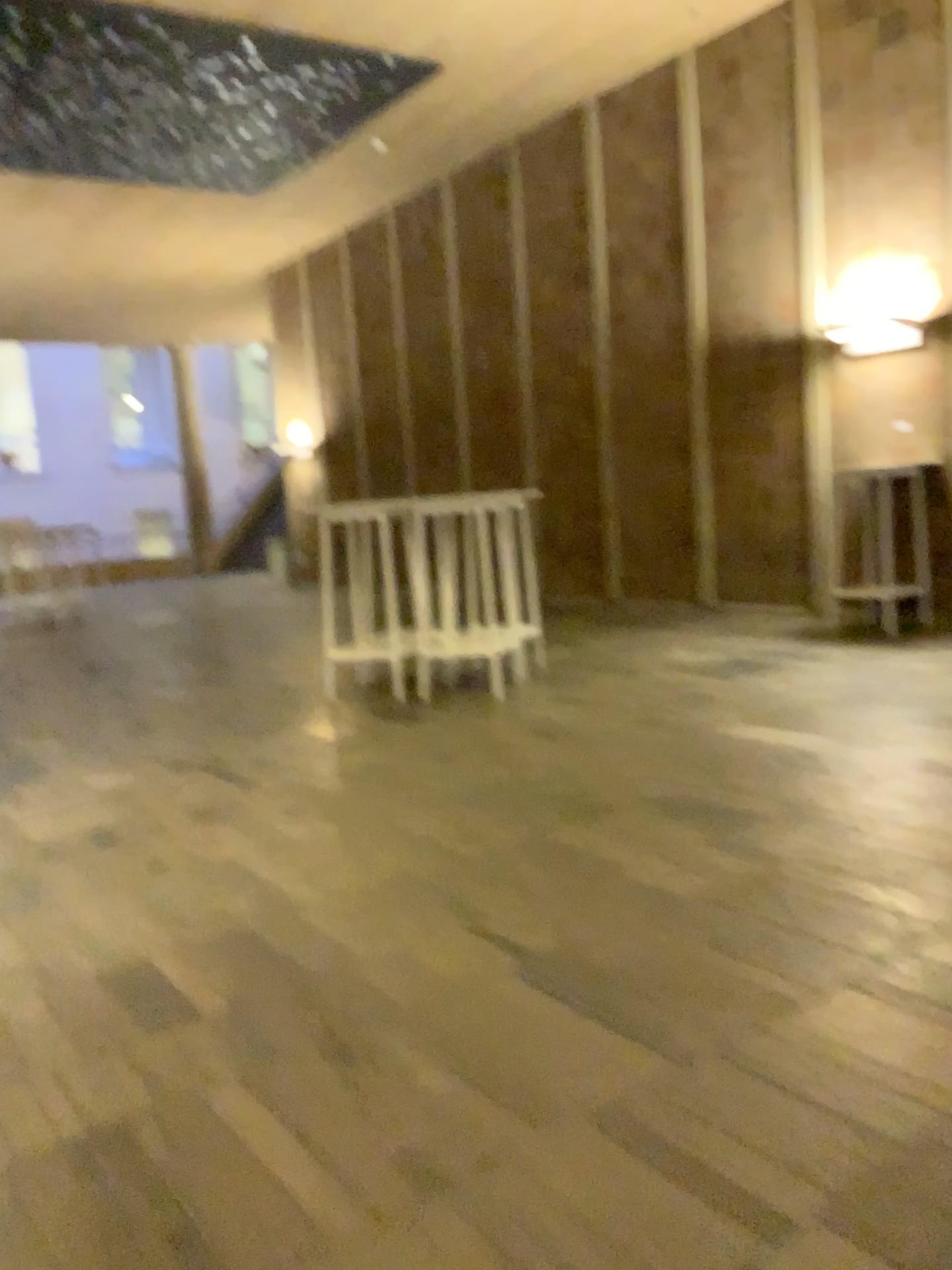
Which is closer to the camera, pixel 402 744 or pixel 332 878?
pixel 332 878
